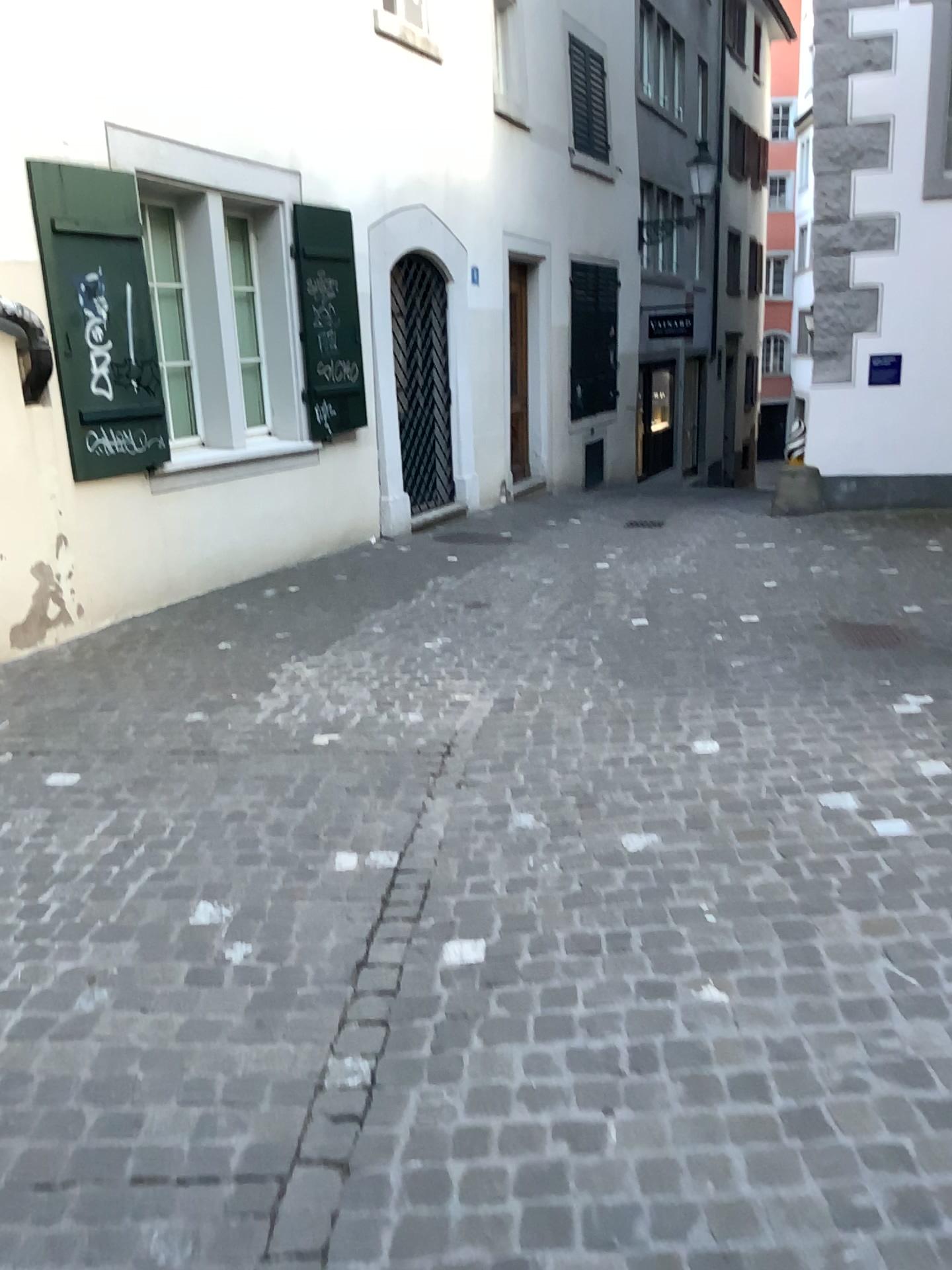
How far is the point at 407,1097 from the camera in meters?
2.1
